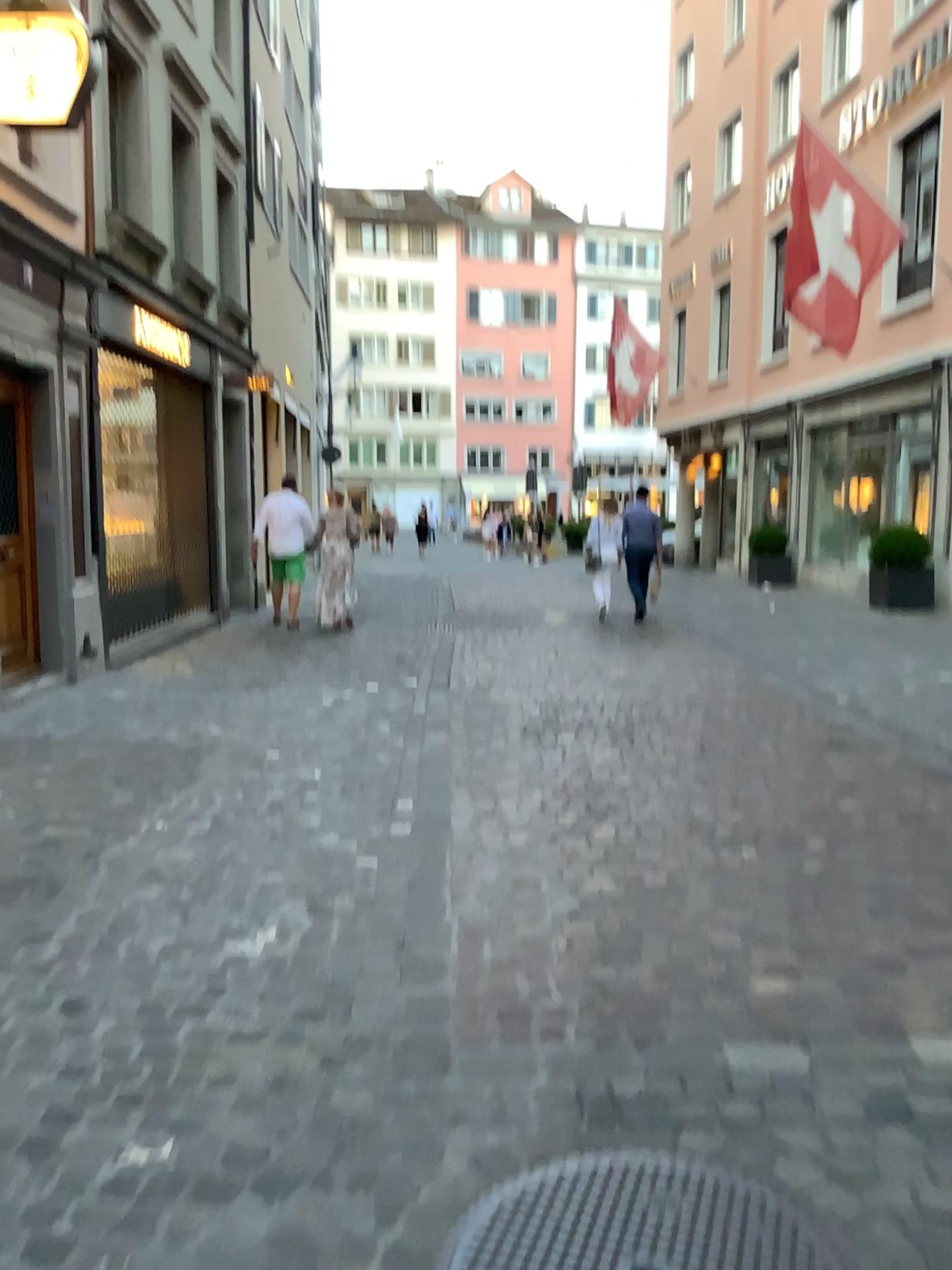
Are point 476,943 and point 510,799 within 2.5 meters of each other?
yes
